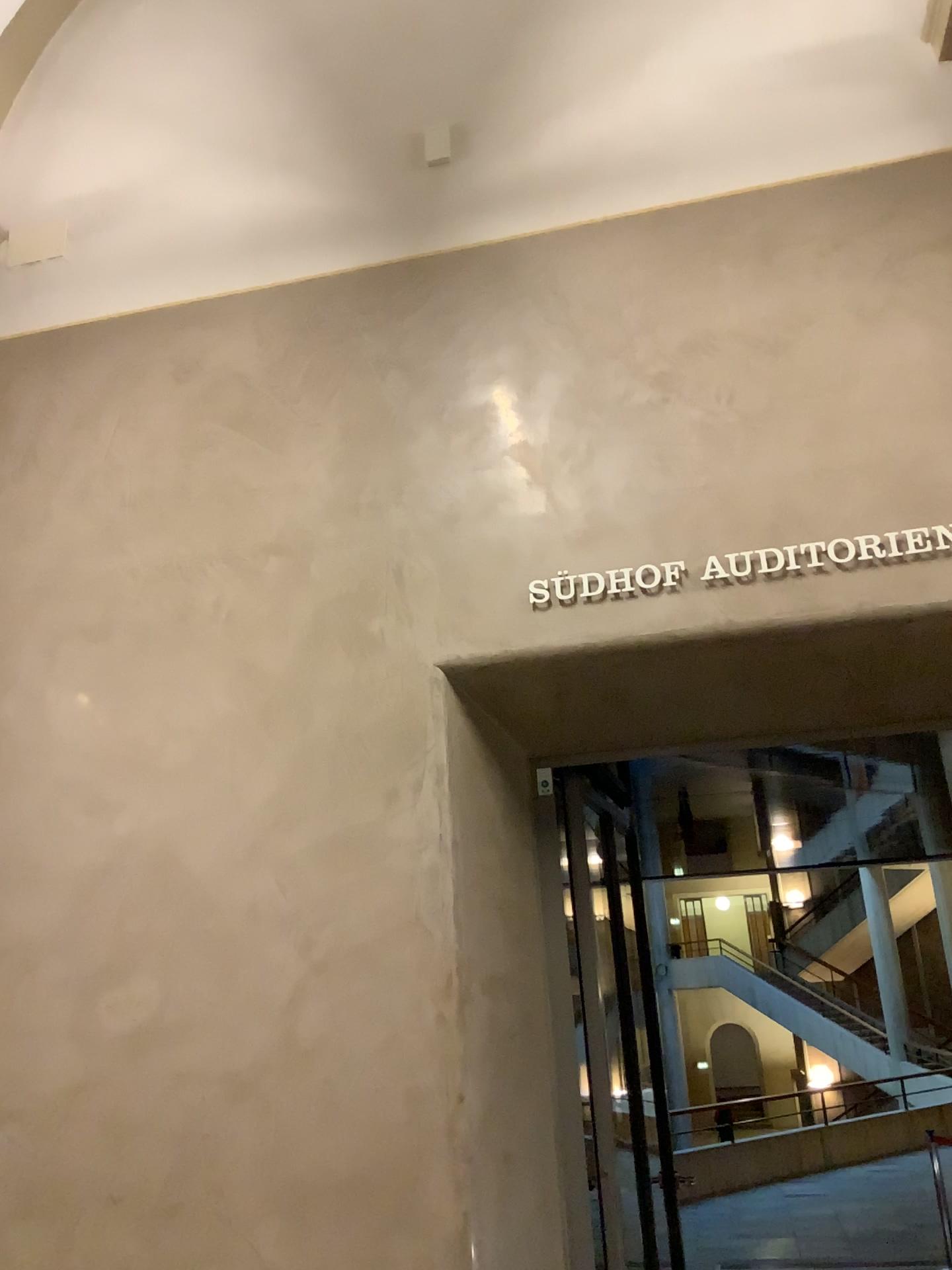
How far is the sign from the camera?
2.95m

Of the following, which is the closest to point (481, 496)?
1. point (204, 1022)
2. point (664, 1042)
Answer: point (204, 1022)

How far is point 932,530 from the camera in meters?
3.0 m
